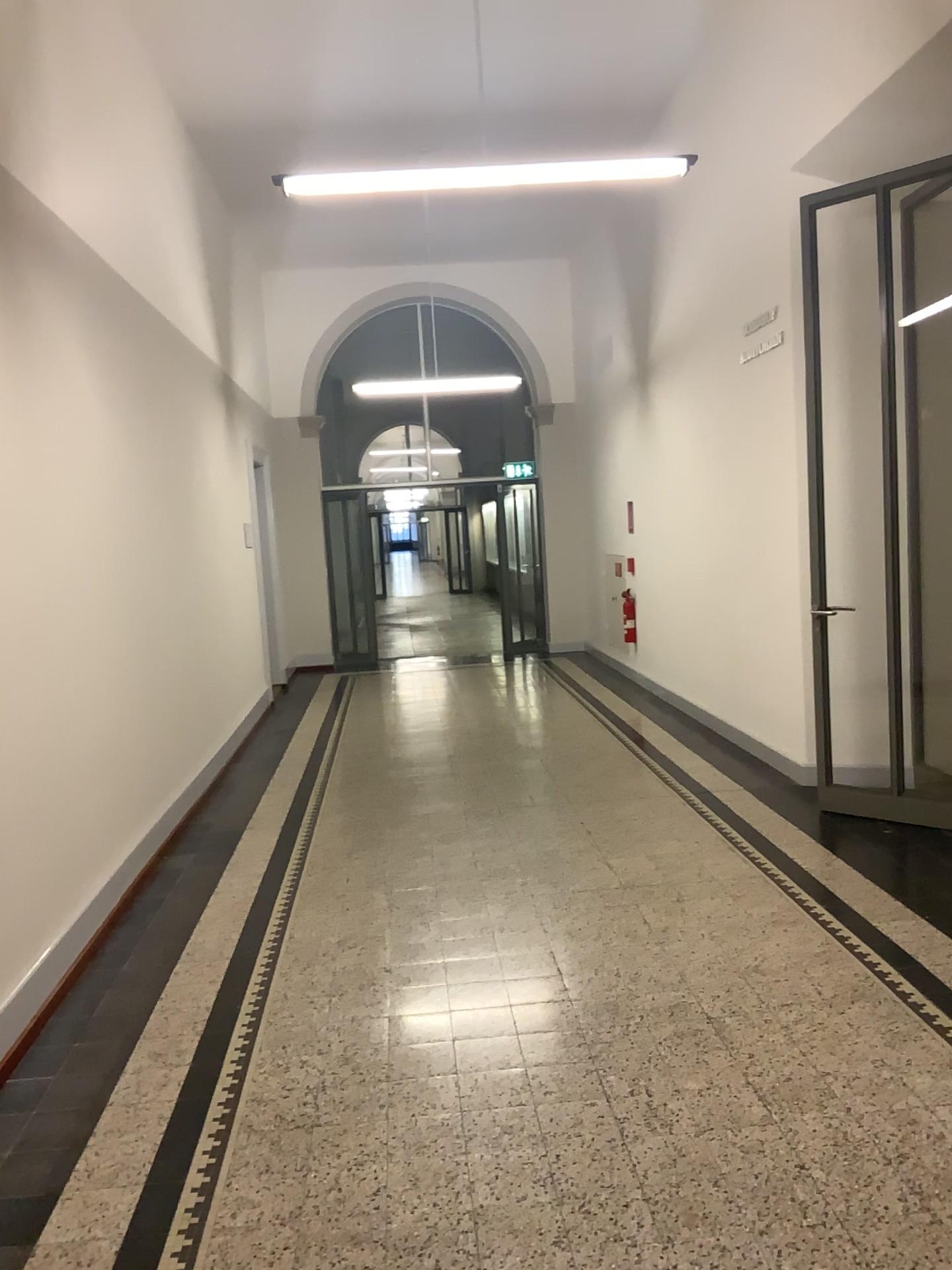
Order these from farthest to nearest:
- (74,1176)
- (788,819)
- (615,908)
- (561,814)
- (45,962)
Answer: (561,814)
(788,819)
(615,908)
(45,962)
(74,1176)
